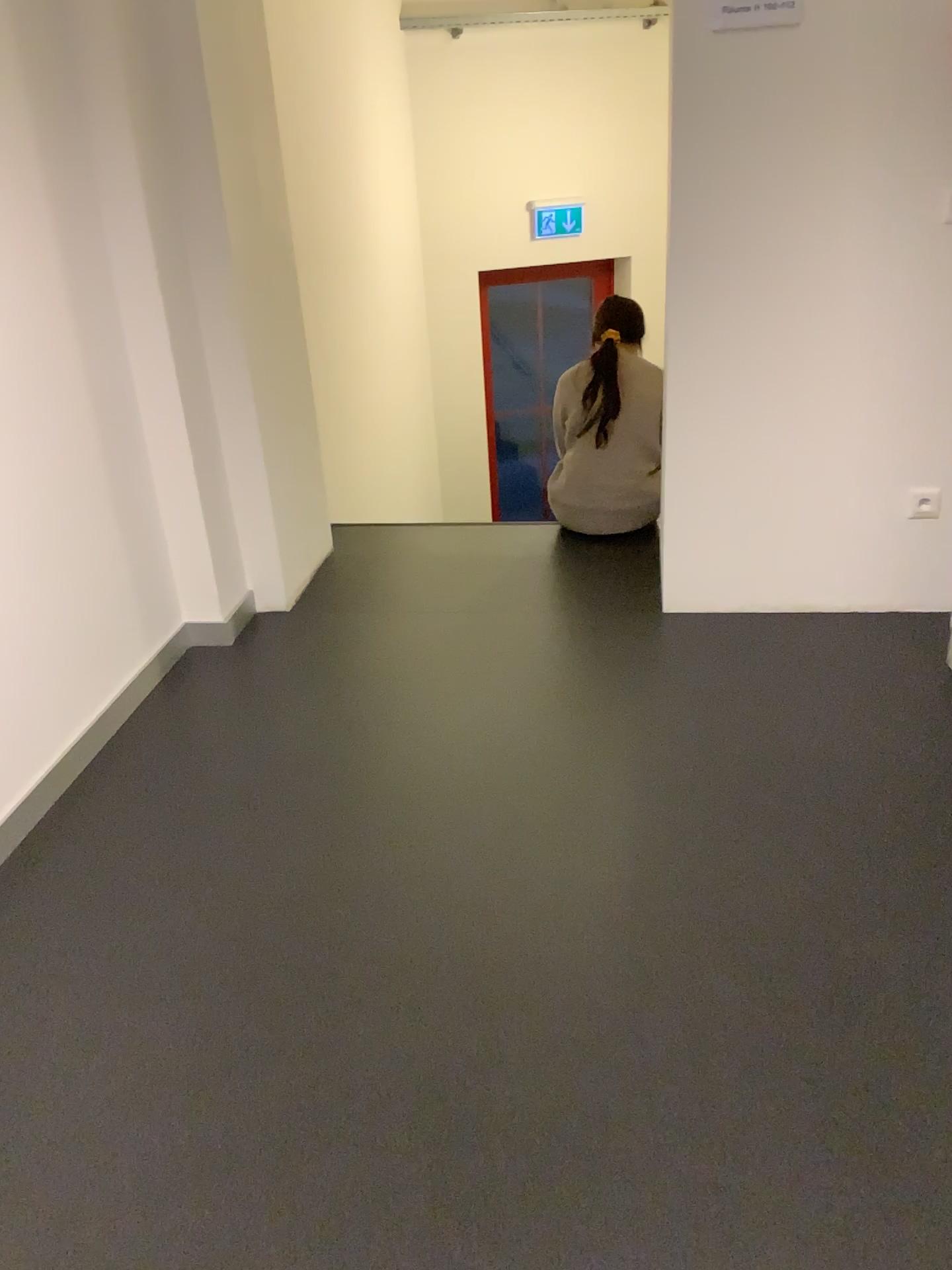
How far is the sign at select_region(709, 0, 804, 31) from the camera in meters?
2.6 m

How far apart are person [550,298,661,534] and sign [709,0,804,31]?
1.35m

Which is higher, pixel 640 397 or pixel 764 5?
pixel 764 5

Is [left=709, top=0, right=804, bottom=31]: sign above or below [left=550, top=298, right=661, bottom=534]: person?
above

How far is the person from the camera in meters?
3.8 m

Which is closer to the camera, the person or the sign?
the sign

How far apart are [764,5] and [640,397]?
1.4 meters

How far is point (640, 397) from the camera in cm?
383

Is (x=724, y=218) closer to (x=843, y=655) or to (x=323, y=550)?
(x=843, y=655)
